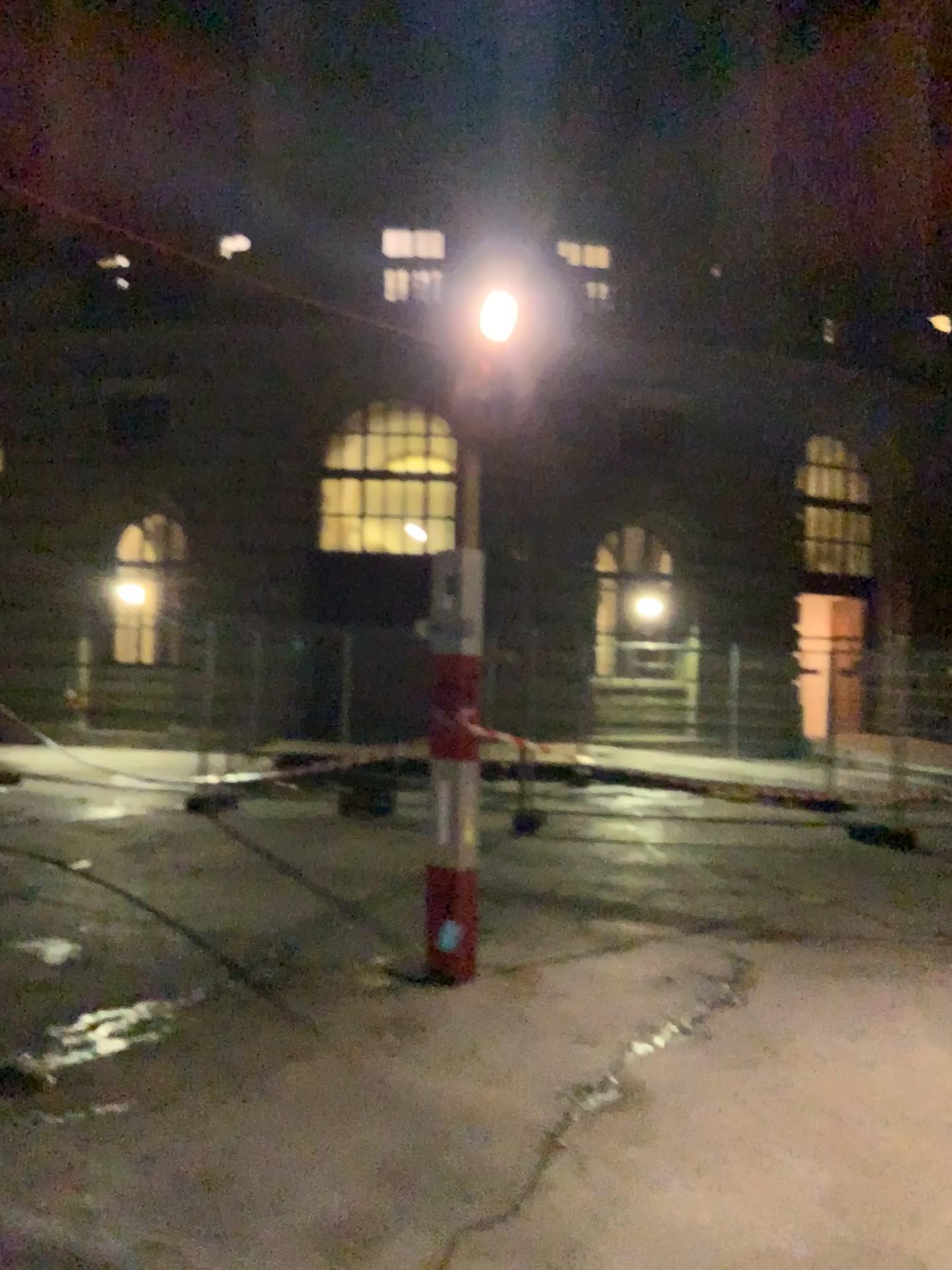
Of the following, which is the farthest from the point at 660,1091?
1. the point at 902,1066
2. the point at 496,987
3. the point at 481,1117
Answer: the point at 496,987
